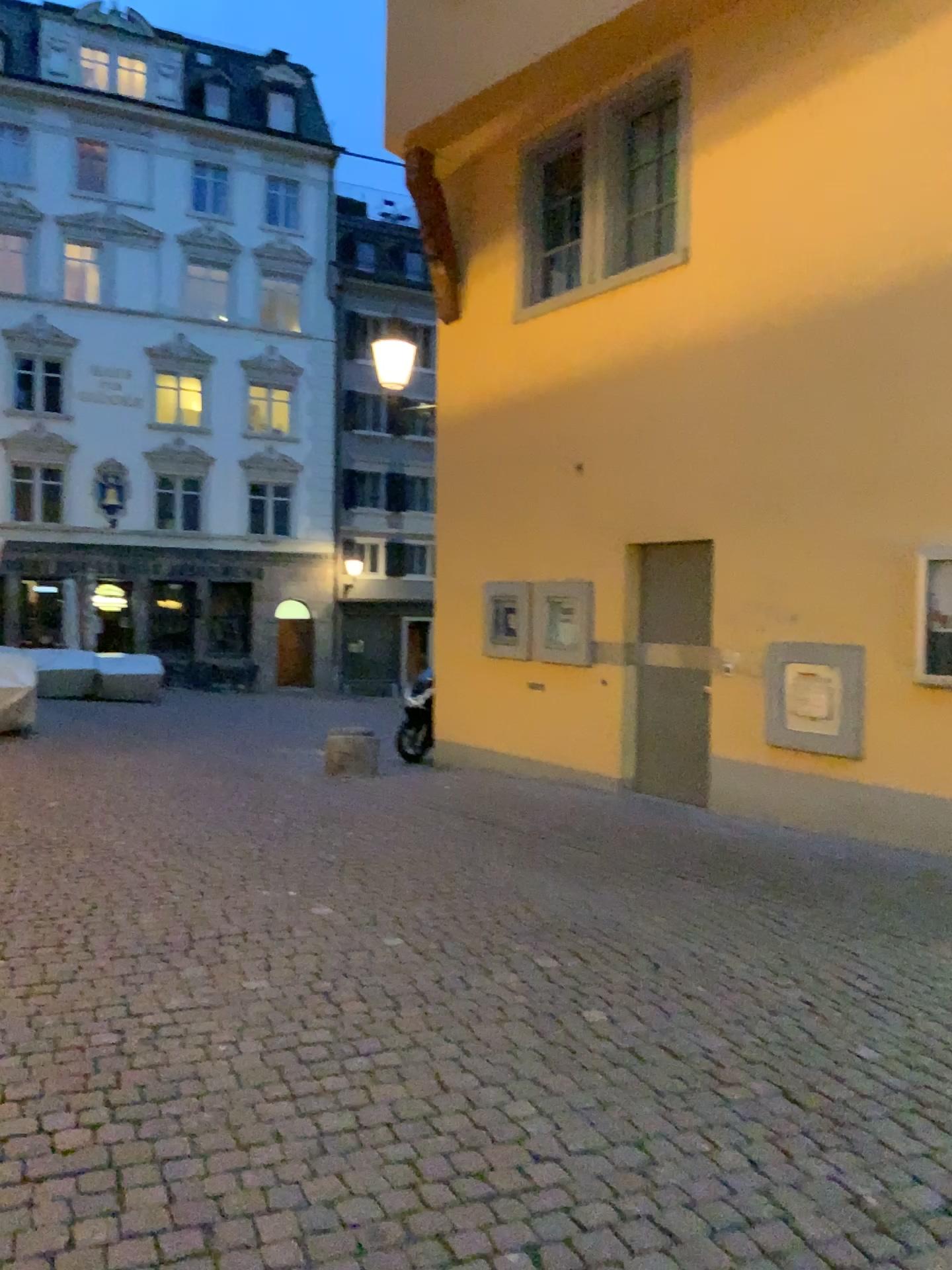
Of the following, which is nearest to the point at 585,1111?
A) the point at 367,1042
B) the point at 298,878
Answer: the point at 367,1042
